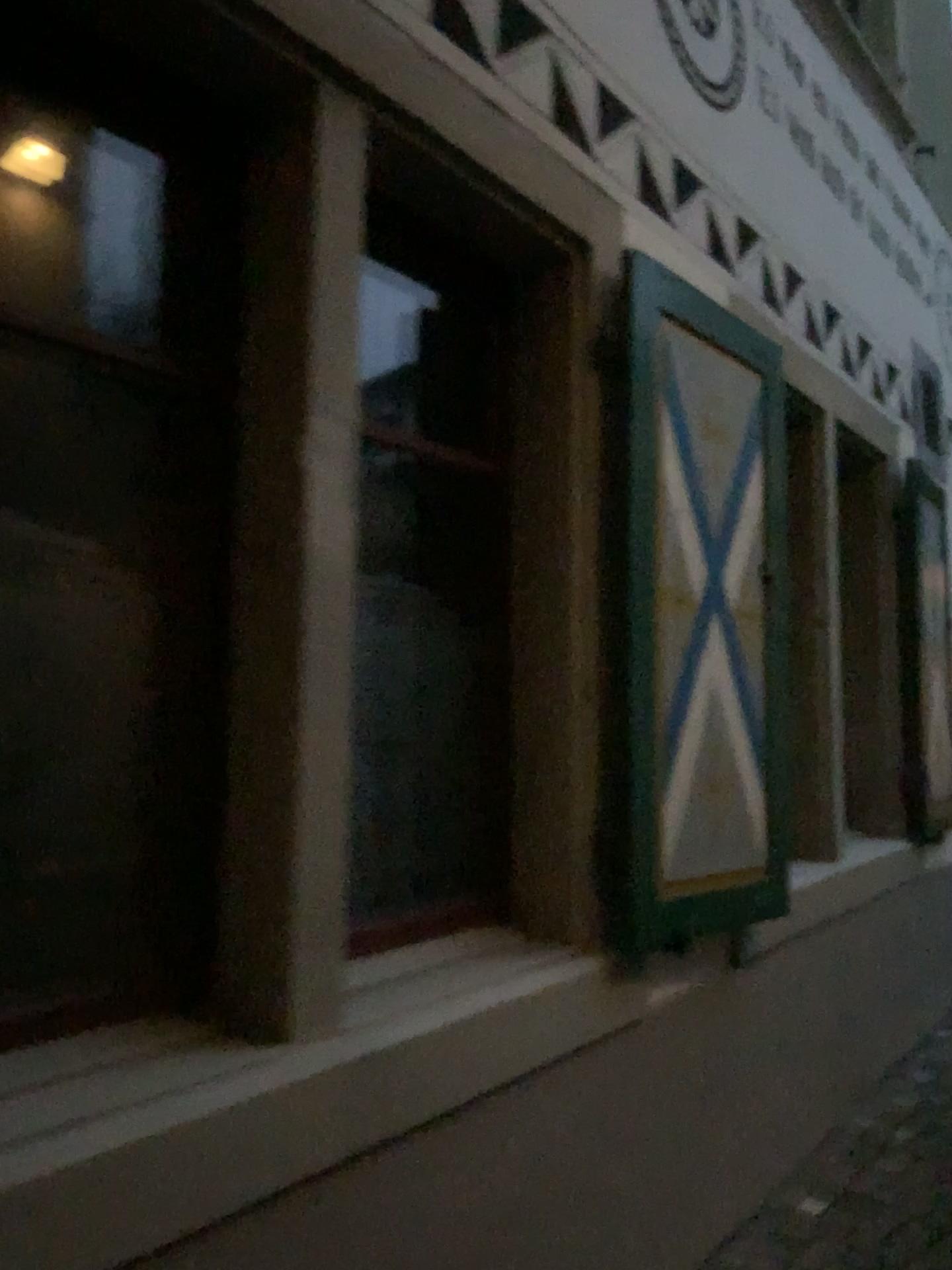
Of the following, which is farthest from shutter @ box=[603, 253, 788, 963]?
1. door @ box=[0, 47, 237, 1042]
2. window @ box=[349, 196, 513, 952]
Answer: door @ box=[0, 47, 237, 1042]

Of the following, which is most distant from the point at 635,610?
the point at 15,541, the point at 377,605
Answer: the point at 15,541

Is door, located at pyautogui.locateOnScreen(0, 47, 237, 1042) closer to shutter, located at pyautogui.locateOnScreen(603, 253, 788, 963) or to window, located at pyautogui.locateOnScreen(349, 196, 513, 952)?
window, located at pyautogui.locateOnScreen(349, 196, 513, 952)

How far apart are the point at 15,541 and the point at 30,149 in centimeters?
90cm

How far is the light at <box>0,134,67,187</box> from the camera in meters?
2.0 m

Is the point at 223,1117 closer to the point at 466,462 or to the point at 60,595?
the point at 60,595

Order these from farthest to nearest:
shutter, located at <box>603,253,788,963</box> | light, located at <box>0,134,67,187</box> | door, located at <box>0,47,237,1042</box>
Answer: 1. shutter, located at <box>603,253,788,963</box>
2. light, located at <box>0,134,67,187</box>
3. door, located at <box>0,47,237,1042</box>

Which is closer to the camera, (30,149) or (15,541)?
(15,541)

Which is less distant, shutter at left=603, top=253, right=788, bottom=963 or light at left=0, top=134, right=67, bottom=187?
light at left=0, top=134, right=67, bottom=187

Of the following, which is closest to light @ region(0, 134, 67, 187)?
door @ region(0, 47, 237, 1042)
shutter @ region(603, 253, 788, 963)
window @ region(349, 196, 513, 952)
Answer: door @ region(0, 47, 237, 1042)
